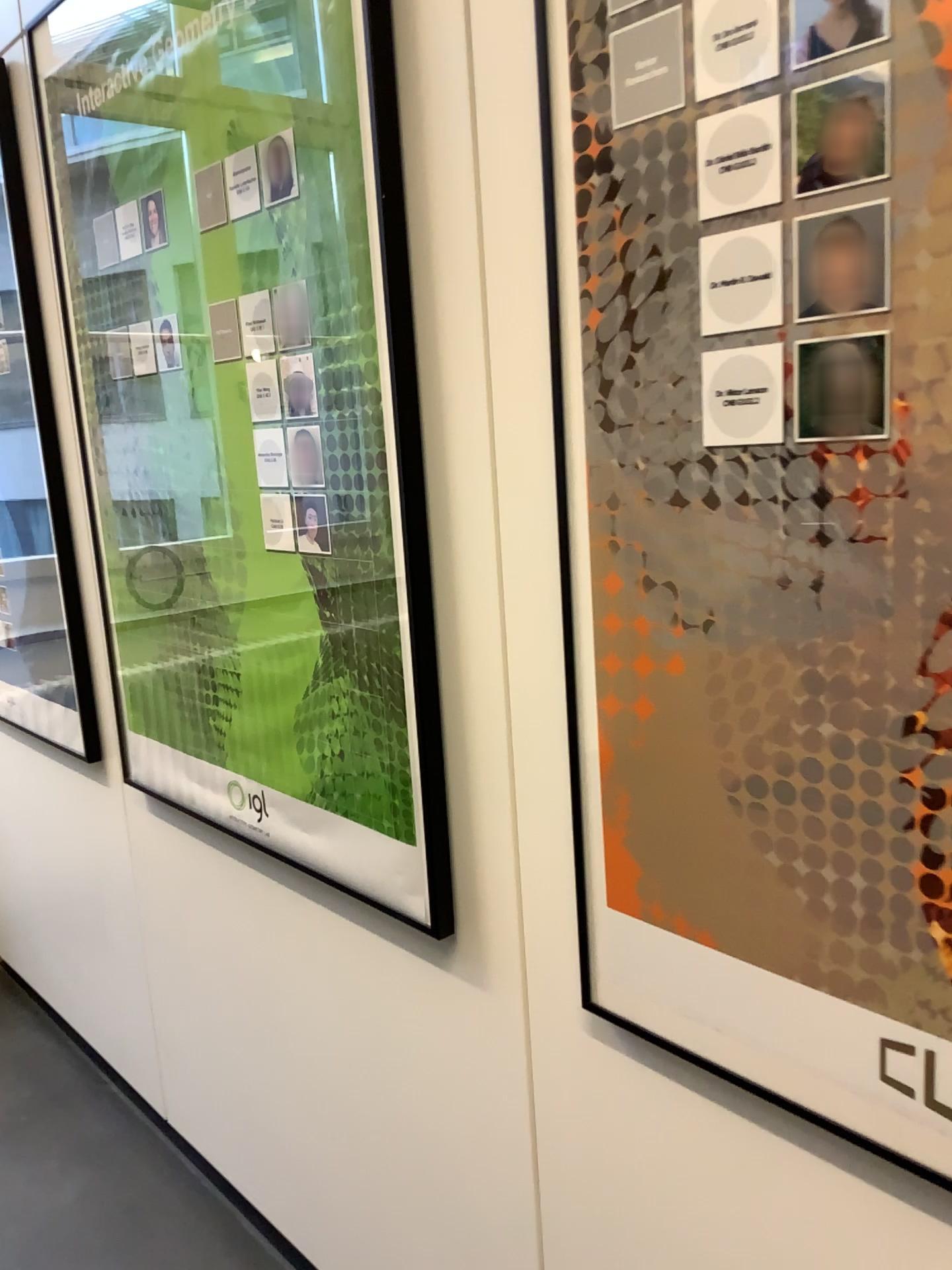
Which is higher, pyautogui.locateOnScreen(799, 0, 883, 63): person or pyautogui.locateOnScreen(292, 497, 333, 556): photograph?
pyautogui.locateOnScreen(799, 0, 883, 63): person

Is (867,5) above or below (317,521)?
above

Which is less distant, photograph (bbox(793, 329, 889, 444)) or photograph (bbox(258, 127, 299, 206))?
photograph (bbox(793, 329, 889, 444))

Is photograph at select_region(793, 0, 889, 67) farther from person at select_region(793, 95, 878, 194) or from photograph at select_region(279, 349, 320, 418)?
photograph at select_region(279, 349, 320, 418)

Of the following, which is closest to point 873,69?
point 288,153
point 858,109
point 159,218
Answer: point 858,109

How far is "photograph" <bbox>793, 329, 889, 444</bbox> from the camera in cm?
75

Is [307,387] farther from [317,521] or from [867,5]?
[867,5]

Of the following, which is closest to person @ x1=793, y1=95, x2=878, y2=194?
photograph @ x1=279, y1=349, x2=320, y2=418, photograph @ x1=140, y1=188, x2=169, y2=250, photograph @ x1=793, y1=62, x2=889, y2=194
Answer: photograph @ x1=793, y1=62, x2=889, y2=194

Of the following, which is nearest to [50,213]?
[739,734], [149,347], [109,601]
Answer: [149,347]

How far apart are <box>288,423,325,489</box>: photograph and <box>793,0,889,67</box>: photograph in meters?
0.7 m
